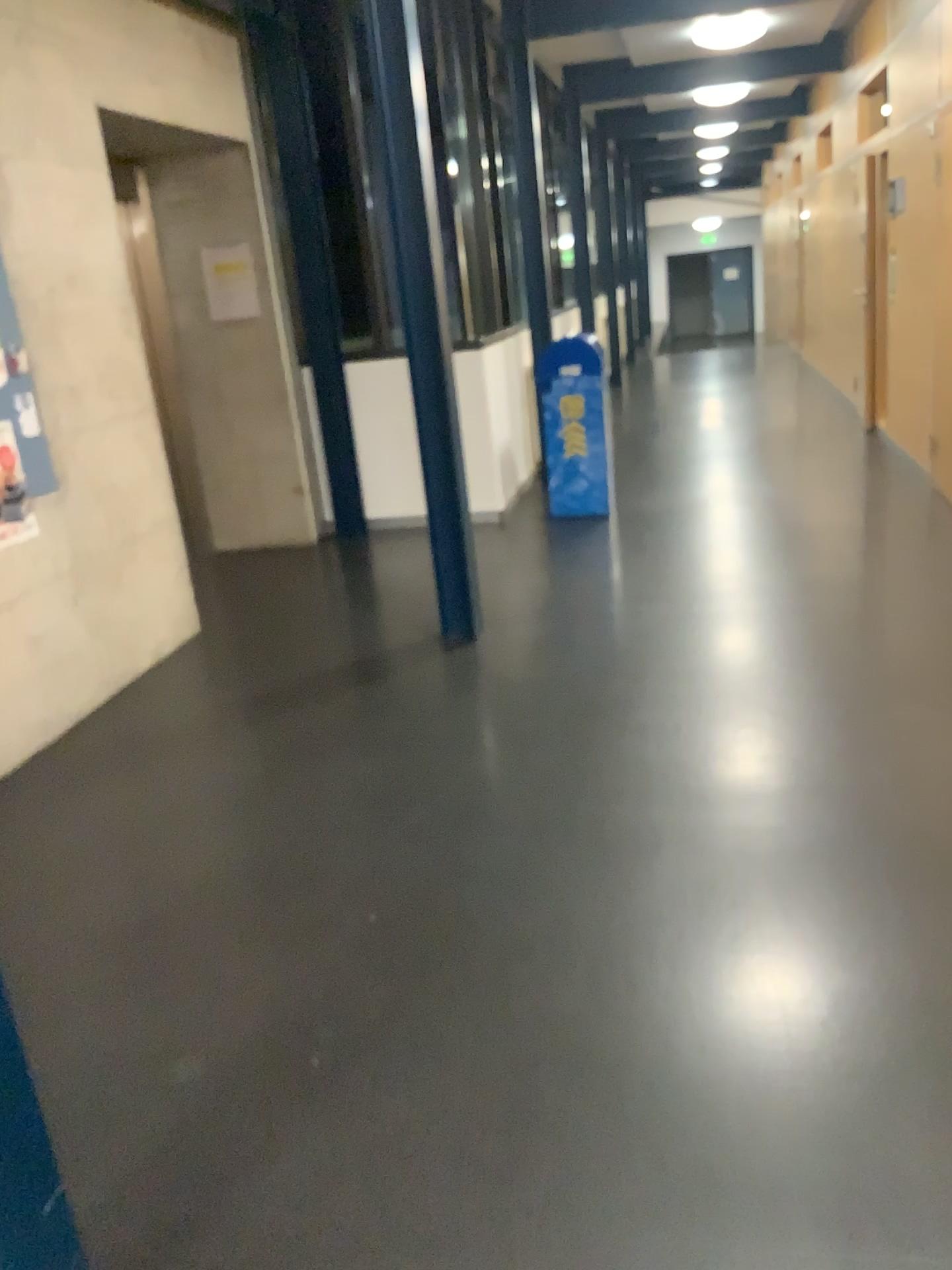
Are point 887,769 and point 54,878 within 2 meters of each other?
no
